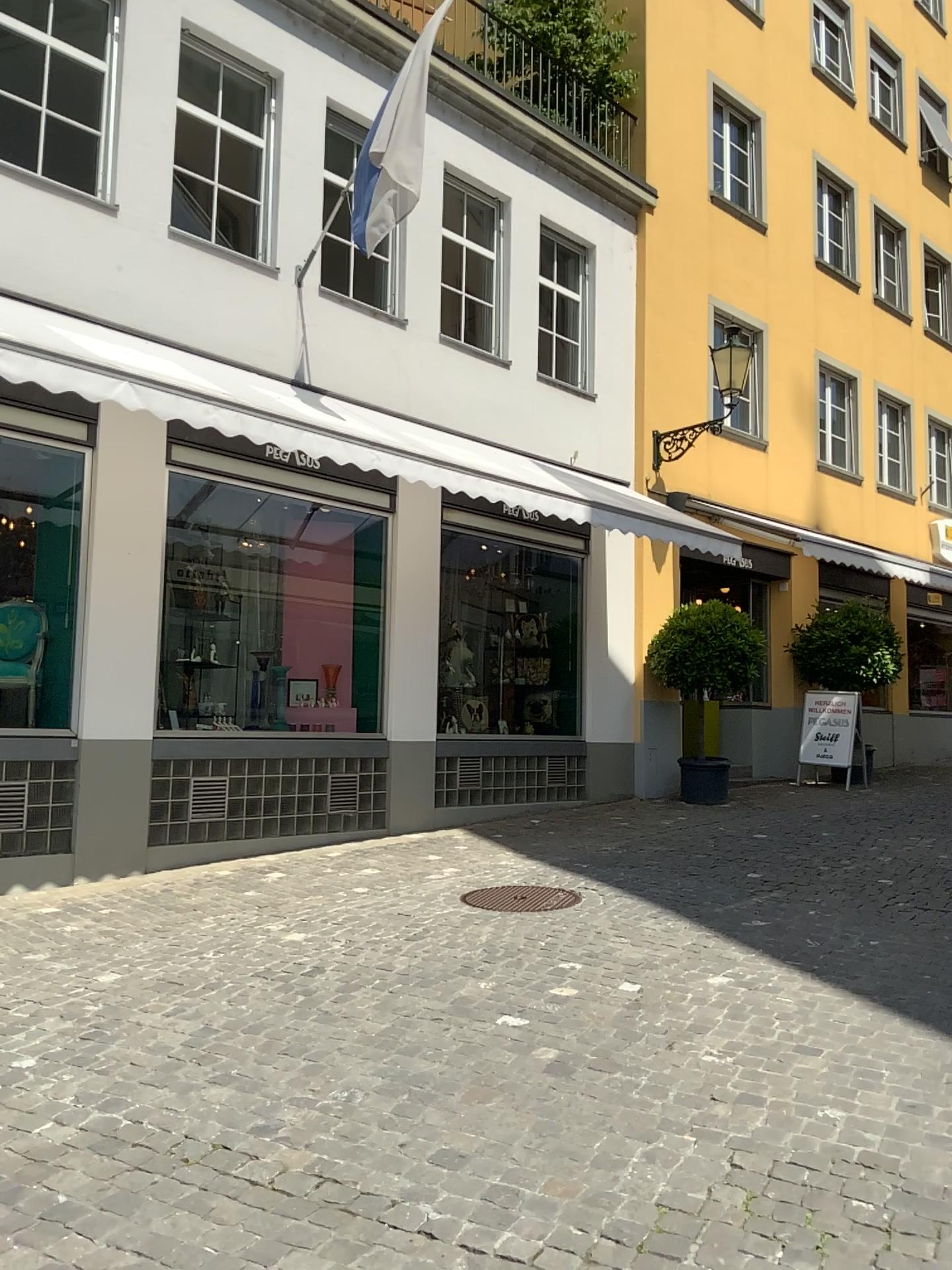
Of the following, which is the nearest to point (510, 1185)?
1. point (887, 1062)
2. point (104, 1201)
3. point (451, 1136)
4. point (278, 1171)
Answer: point (451, 1136)
